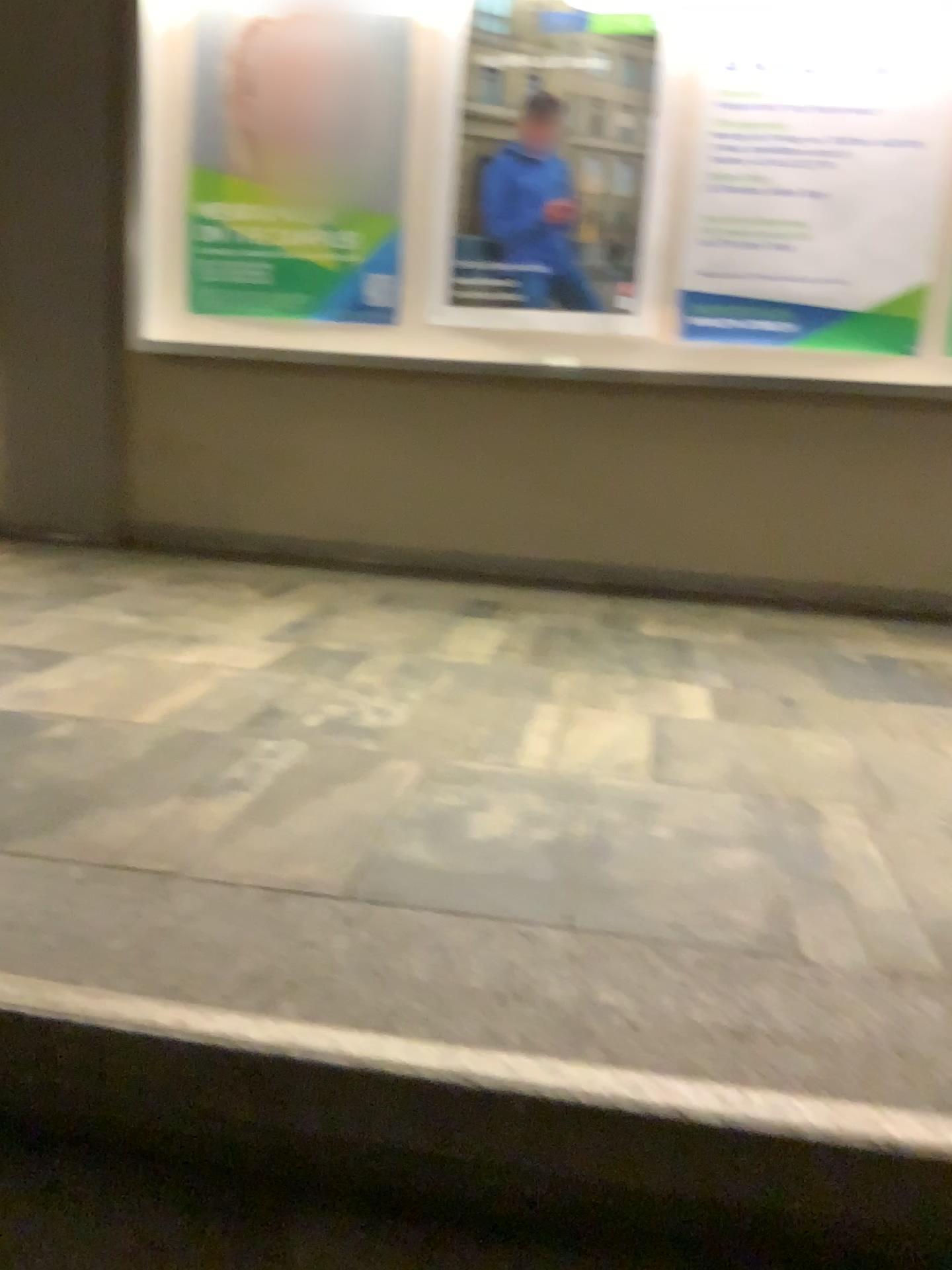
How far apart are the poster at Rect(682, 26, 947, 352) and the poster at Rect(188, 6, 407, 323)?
1.10m

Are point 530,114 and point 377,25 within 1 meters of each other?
yes

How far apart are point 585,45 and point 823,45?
0.80m

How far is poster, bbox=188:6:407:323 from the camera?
3.90m

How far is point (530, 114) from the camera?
3.8 meters

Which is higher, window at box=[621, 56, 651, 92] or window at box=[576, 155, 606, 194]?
window at box=[621, 56, 651, 92]

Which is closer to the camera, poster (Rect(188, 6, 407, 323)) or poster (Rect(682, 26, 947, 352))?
poster (Rect(682, 26, 947, 352))

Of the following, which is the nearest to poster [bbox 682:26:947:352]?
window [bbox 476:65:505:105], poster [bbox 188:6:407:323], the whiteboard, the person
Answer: the whiteboard

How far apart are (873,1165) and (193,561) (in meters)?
3.48

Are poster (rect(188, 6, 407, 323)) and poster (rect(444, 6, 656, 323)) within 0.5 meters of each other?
yes
